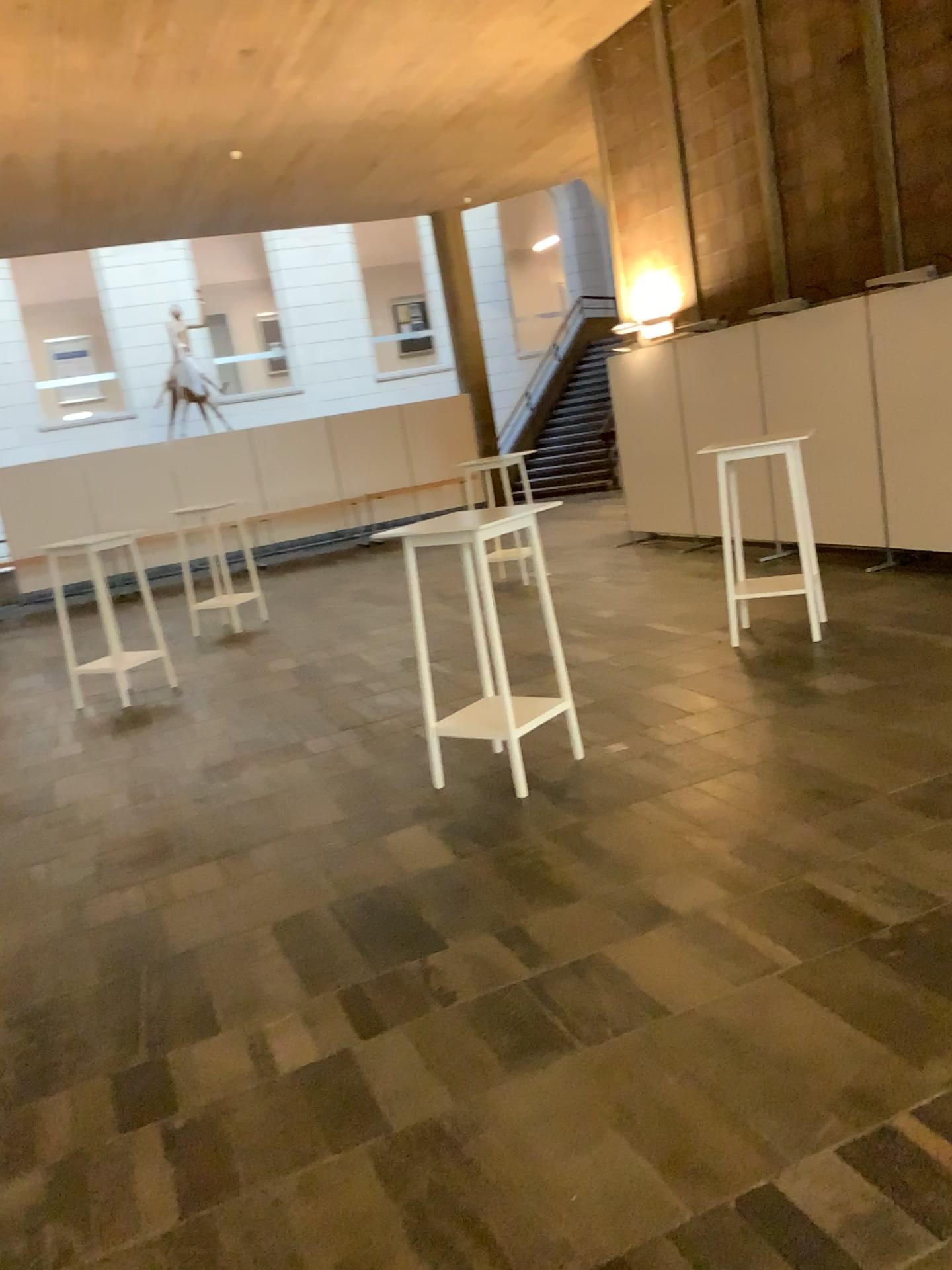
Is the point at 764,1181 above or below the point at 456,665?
below
